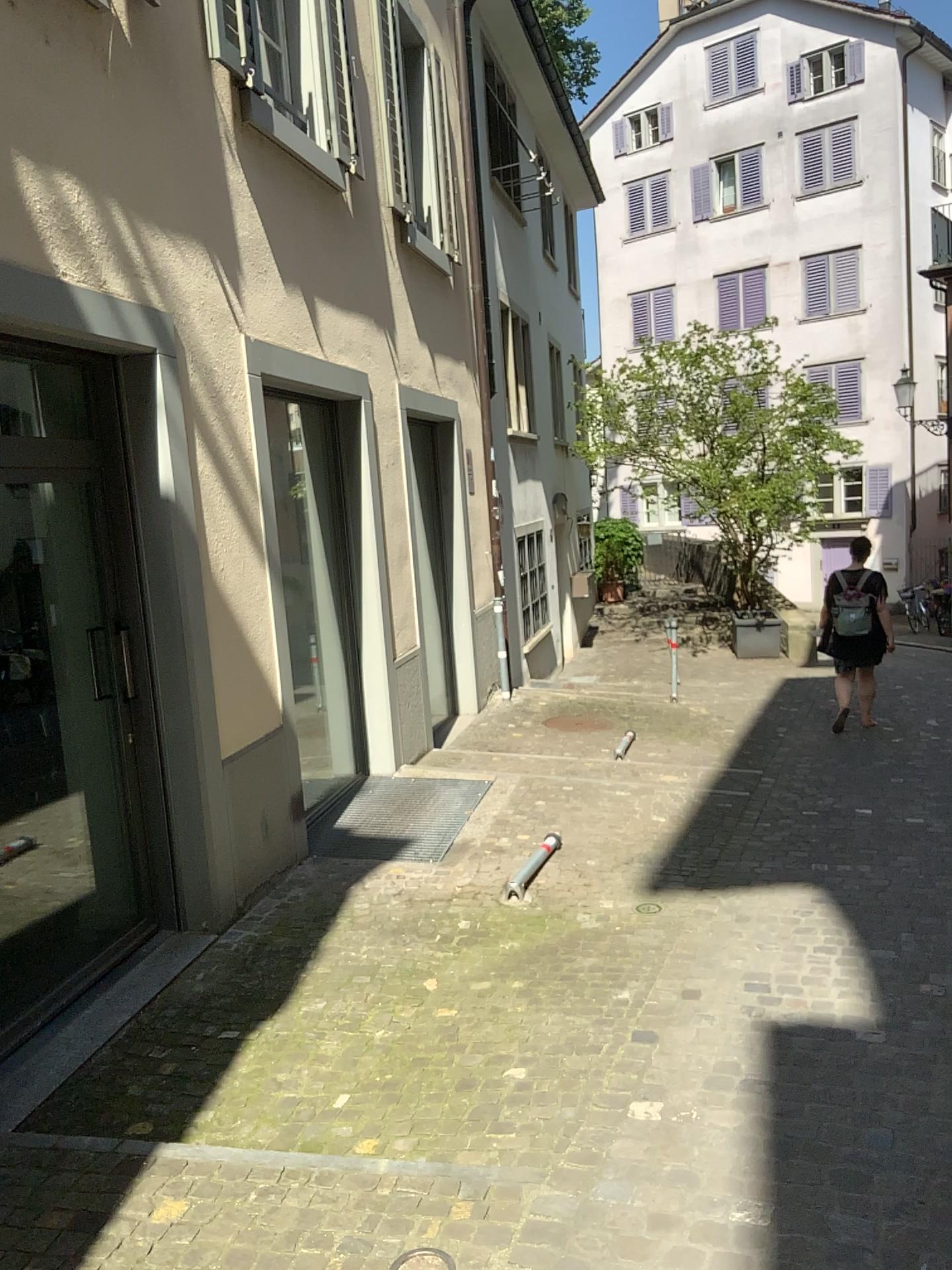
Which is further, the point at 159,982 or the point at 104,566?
the point at 104,566
